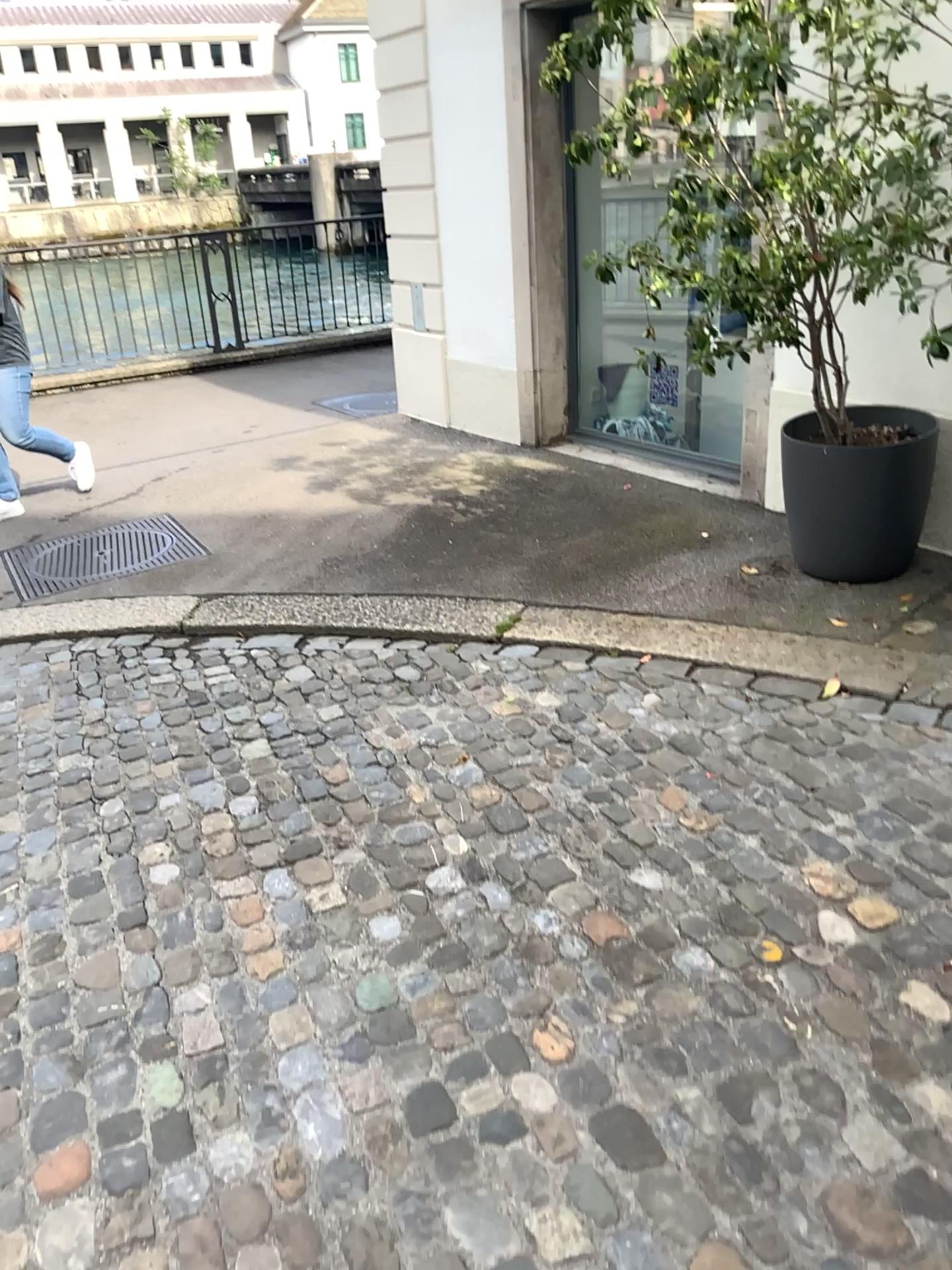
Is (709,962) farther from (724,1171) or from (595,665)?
(595,665)

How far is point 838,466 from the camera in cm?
364

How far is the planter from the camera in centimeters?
364cm
